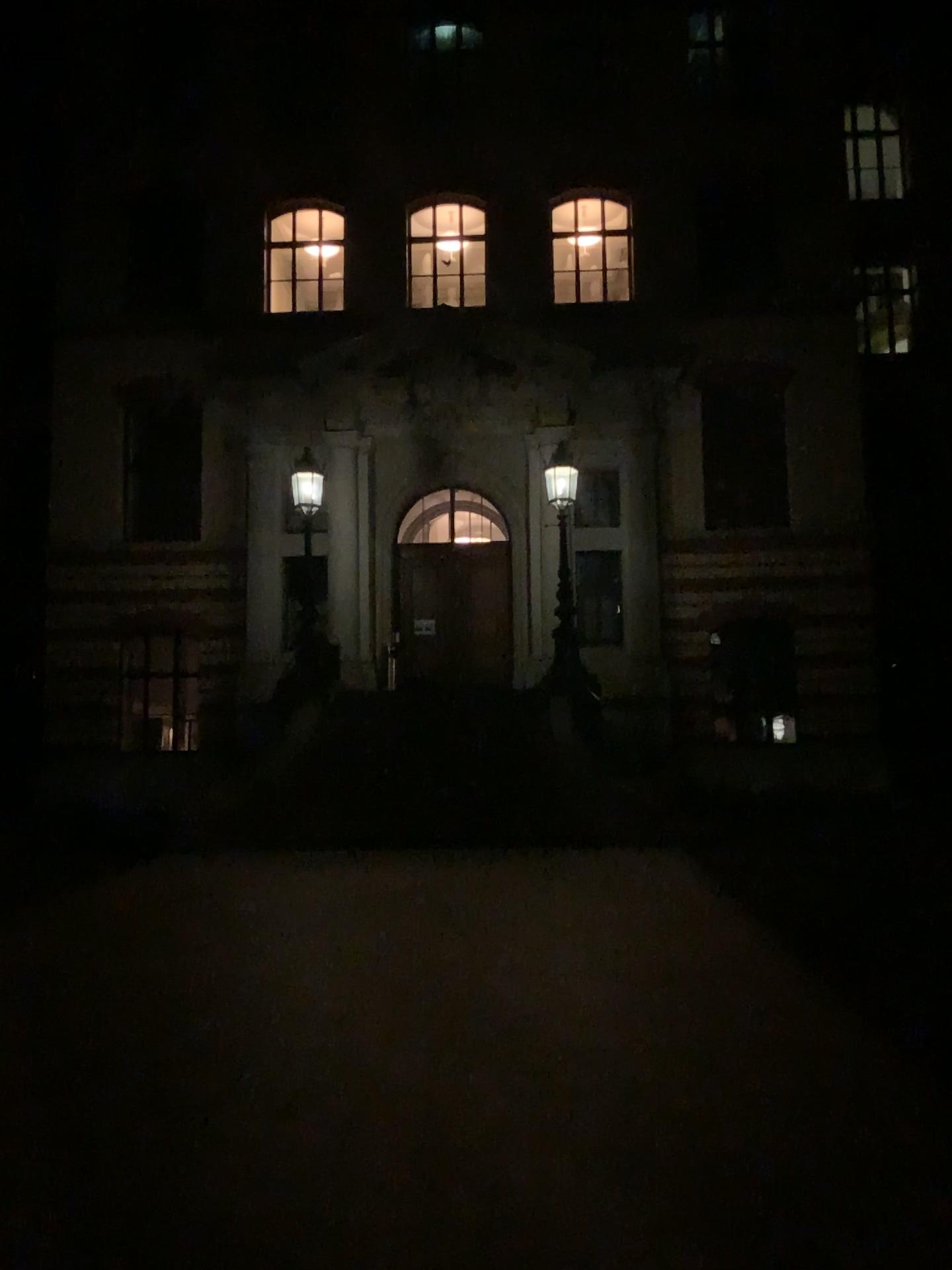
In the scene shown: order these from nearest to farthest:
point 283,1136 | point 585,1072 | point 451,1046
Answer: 1. point 283,1136
2. point 585,1072
3. point 451,1046
